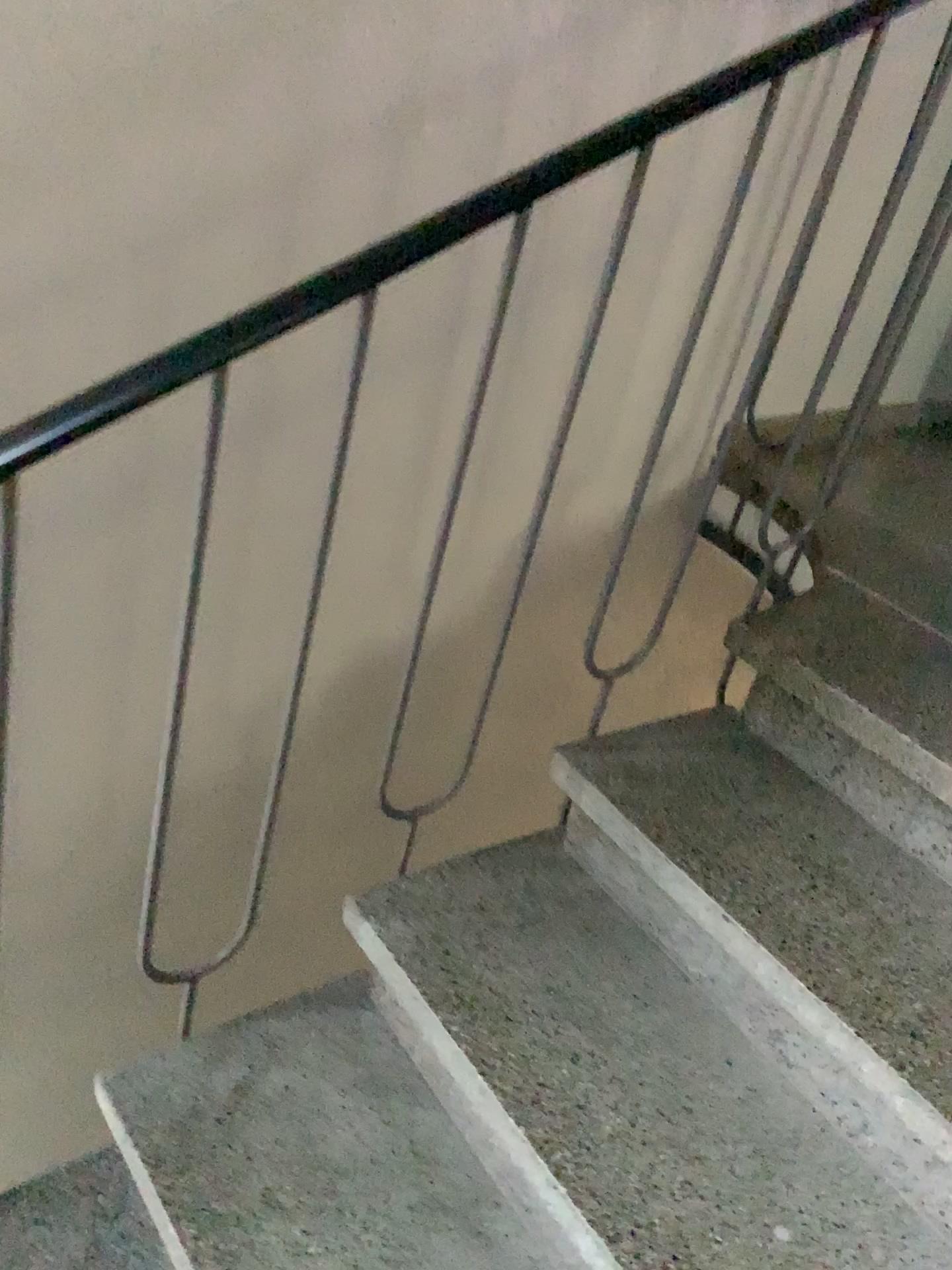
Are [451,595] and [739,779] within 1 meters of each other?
yes

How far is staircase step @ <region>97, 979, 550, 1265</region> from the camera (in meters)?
1.15

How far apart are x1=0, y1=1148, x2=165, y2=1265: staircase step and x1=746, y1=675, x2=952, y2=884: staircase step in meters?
1.0 m

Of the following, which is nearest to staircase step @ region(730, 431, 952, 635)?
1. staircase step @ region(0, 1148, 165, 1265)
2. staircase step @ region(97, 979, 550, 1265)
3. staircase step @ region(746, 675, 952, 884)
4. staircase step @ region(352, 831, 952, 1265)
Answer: staircase step @ region(746, 675, 952, 884)

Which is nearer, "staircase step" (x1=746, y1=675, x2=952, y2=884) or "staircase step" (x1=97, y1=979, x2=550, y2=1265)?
"staircase step" (x1=97, y1=979, x2=550, y2=1265)

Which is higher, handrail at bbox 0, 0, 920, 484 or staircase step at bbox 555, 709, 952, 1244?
handrail at bbox 0, 0, 920, 484

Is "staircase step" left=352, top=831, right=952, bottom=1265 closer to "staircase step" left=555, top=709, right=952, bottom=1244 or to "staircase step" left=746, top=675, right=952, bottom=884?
"staircase step" left=555, top=709, right=952, bottom=1244

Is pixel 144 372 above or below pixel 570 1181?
above

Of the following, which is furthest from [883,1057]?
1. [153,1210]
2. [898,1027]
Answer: [153,1210]

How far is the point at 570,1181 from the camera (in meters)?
1.09
